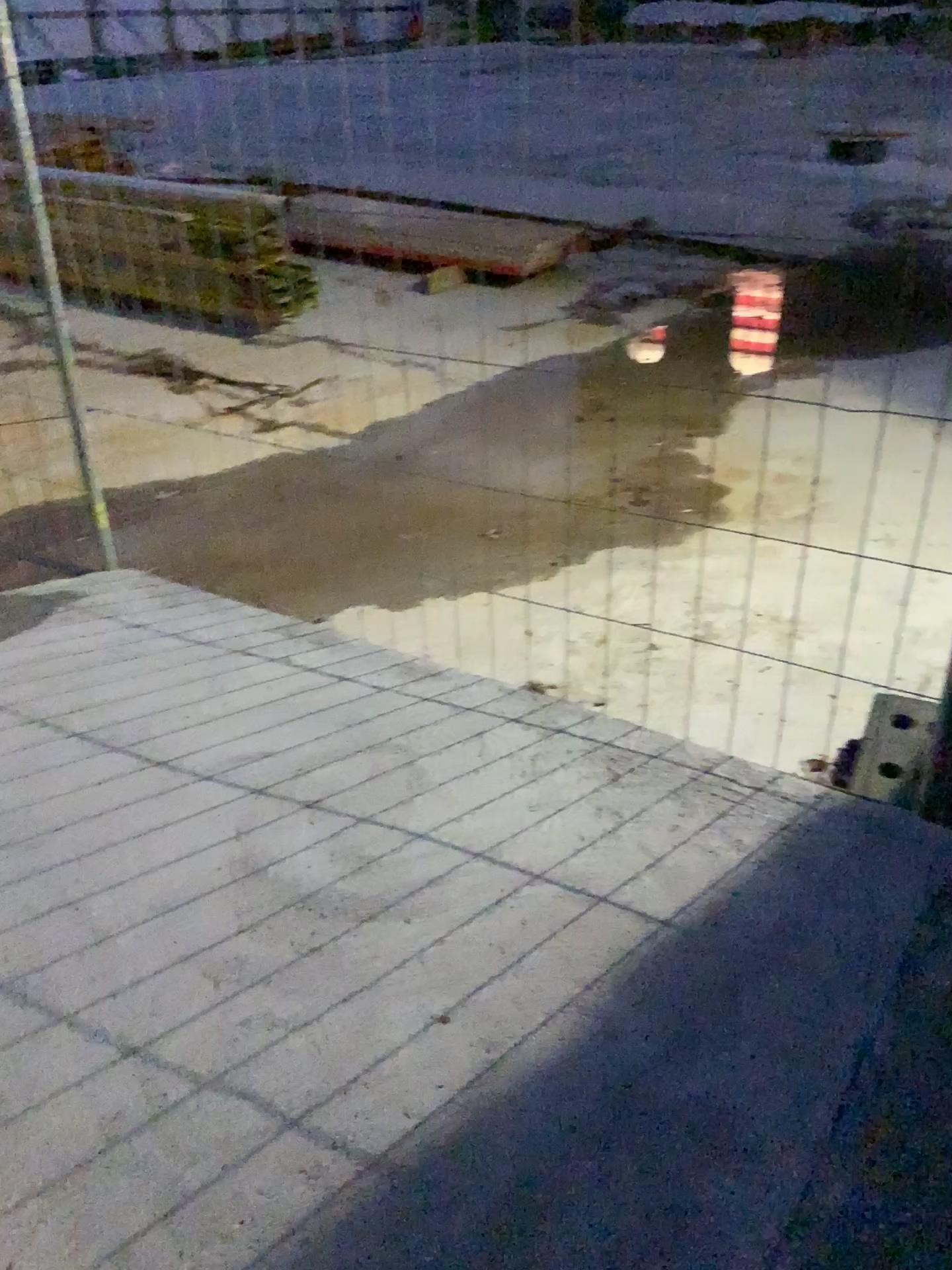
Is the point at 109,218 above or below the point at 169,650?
above
